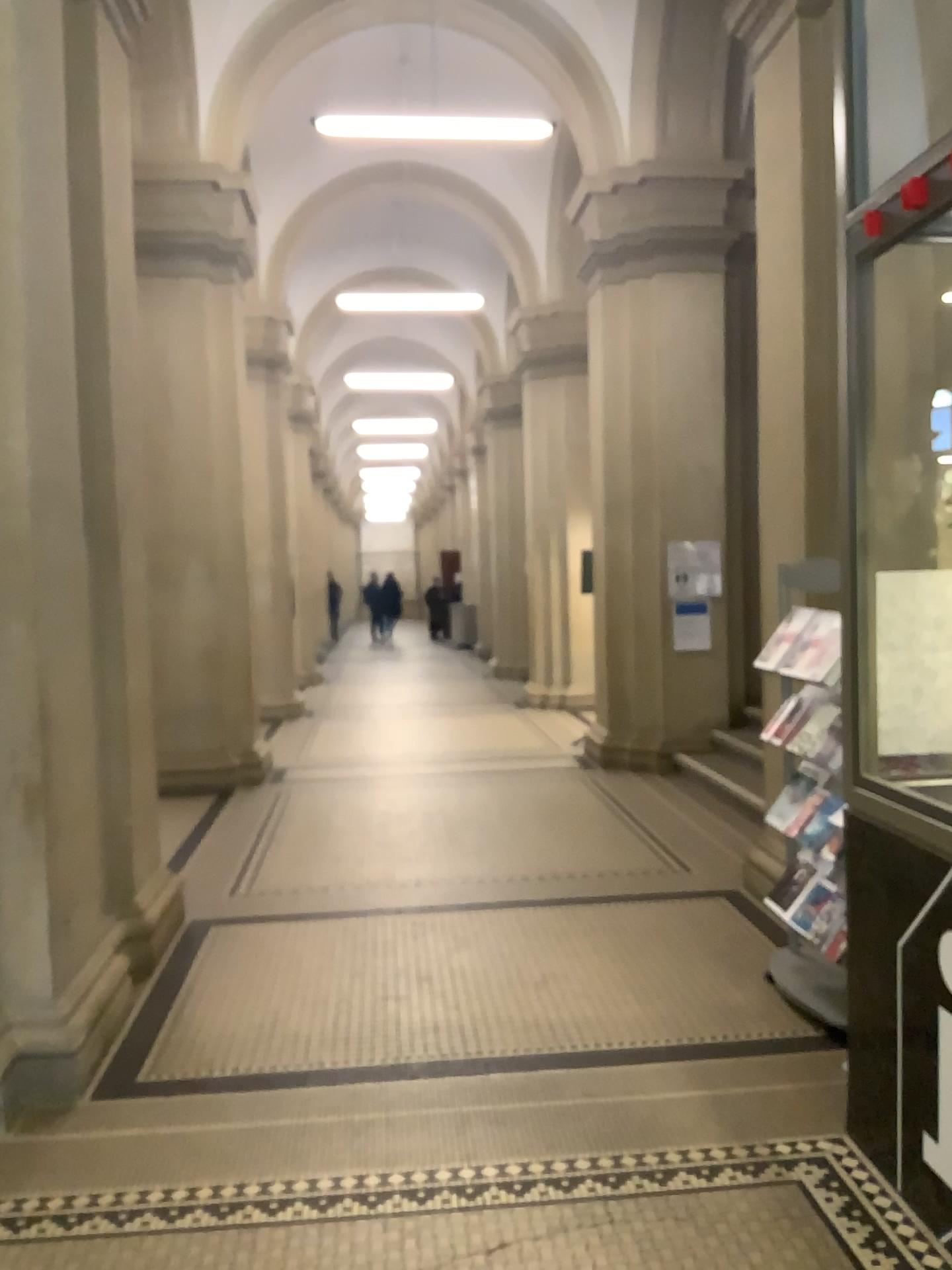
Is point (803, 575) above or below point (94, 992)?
above
